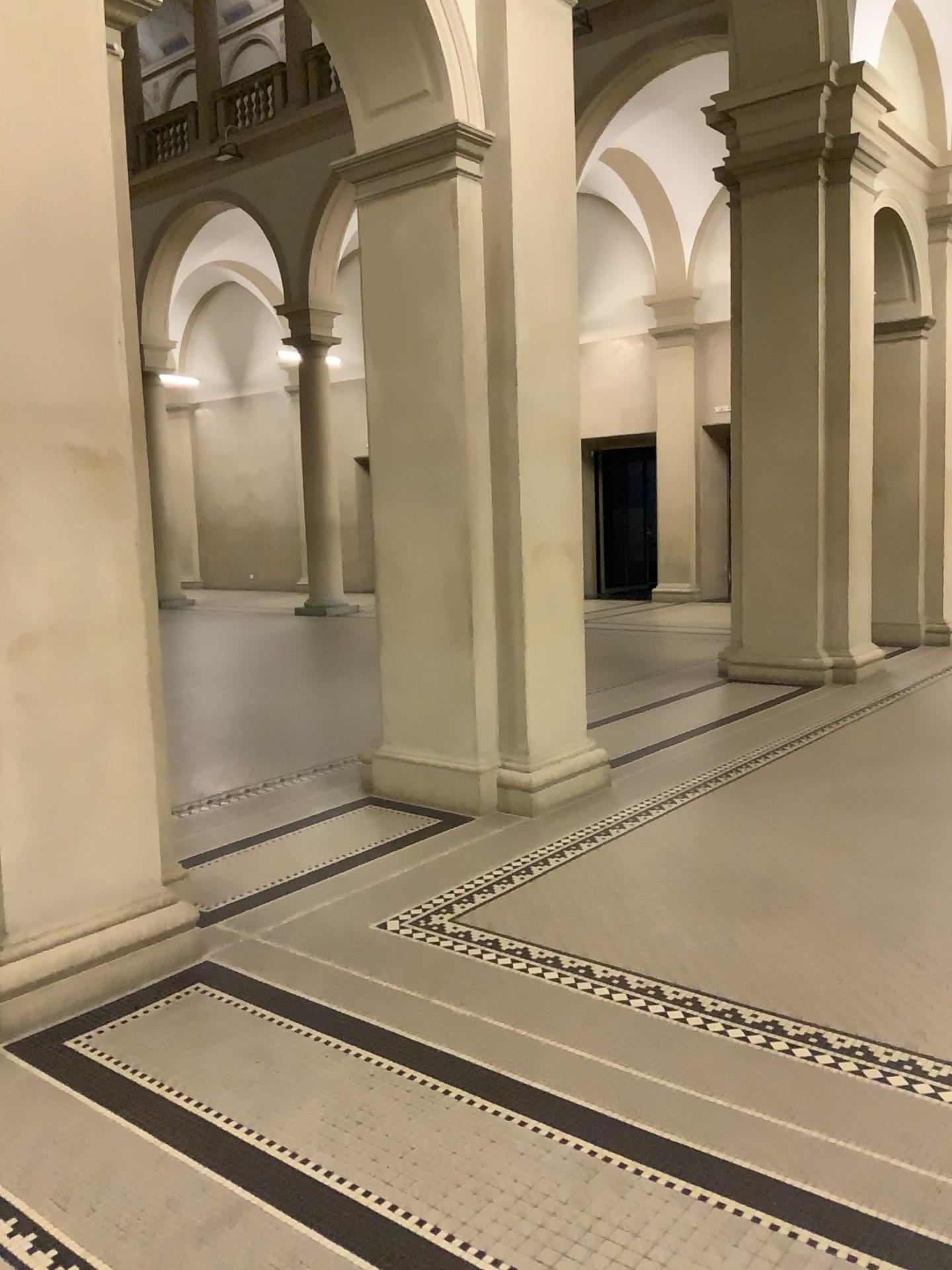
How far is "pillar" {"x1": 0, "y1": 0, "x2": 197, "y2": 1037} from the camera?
3.10m

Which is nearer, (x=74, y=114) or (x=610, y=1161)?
(x=610, y=1161)

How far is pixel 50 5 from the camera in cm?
310
